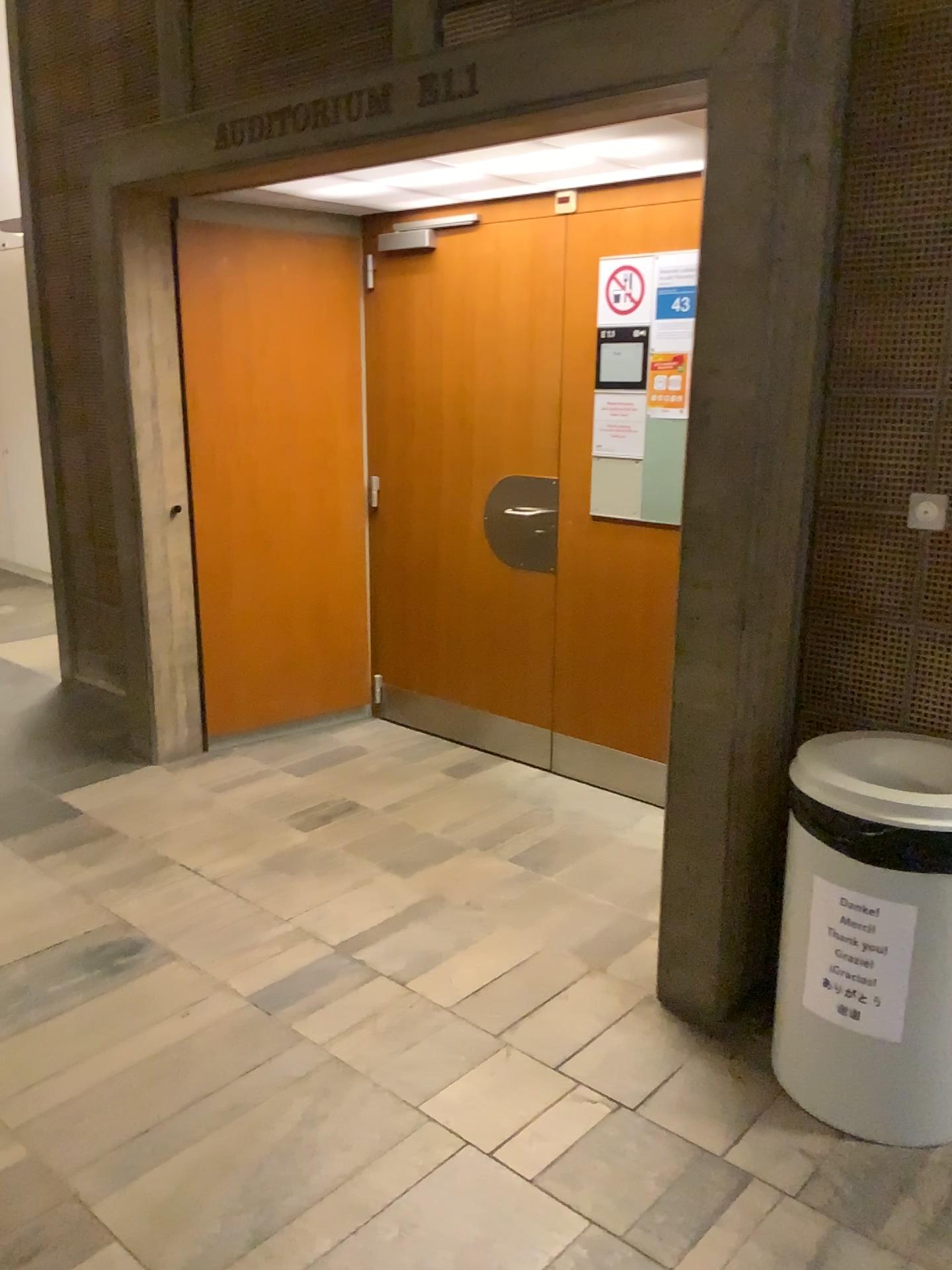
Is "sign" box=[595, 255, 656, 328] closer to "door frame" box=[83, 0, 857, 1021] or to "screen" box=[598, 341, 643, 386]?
"screen" box=[598, 341, 643, 386]

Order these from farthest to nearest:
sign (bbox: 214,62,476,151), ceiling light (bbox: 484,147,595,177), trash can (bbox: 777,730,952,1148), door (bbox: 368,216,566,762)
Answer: door (bbox: 368,216,566,762) → ceiling light (bbox: 484,147,595,177) → sign (bbox: 214,62,476,151) → trash can (bbox: 777,730,952,1148)

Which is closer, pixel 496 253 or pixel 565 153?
pixel 565 153

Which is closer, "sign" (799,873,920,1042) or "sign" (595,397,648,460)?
"sign" (799,873,920,1042)

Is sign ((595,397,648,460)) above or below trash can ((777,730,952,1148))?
above

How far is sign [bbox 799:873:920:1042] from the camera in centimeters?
202cm

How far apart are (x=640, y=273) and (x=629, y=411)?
0.4 meters

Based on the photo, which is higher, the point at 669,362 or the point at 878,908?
the point at 669,362

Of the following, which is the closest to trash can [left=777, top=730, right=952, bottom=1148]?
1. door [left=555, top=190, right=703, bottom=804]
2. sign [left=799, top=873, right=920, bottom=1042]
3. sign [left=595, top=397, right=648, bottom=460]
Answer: sign [left=799, top=873, right=920, bottom=1042]

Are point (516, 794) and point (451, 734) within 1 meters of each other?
yes
